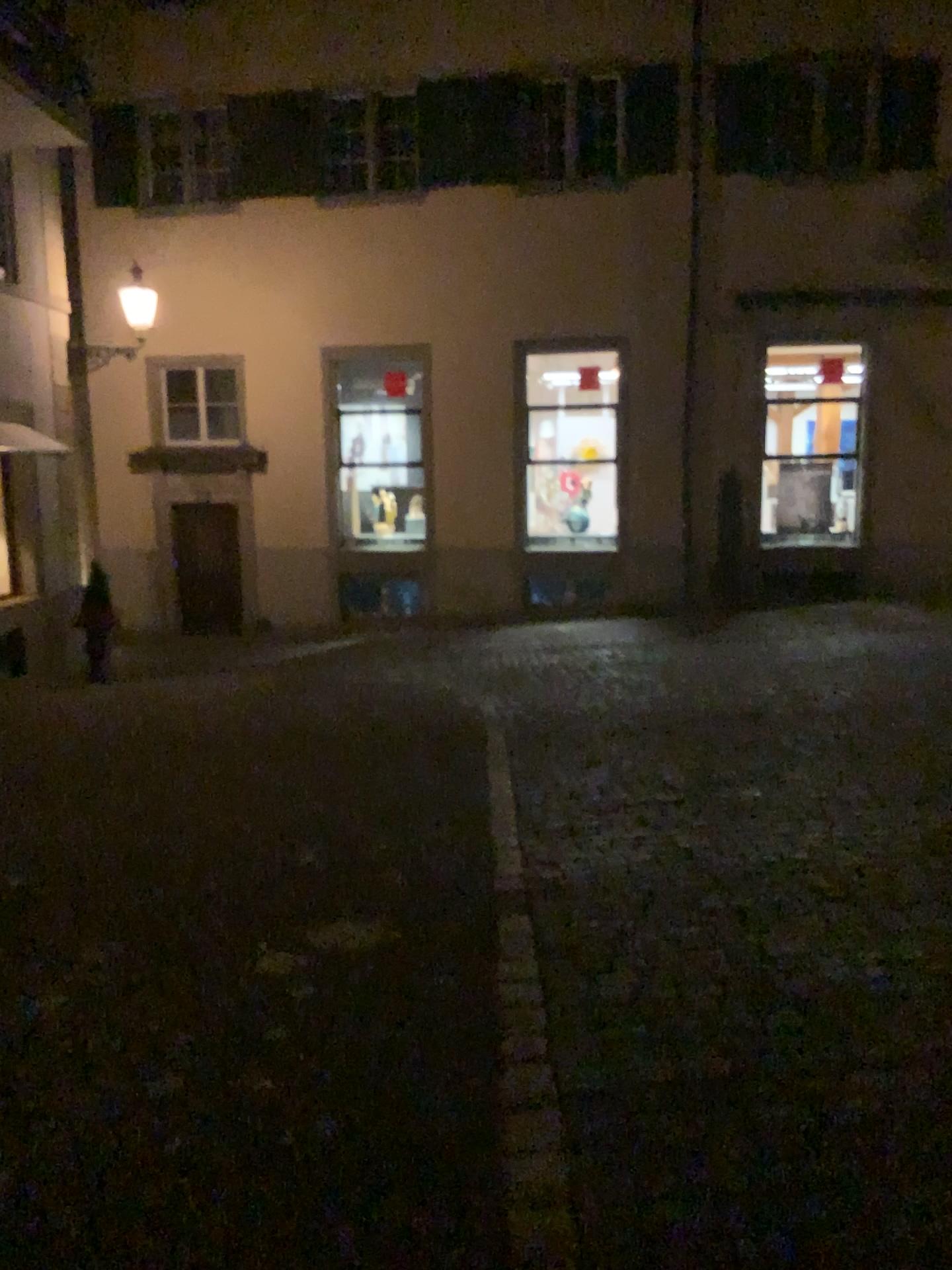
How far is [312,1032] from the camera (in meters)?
3.33
